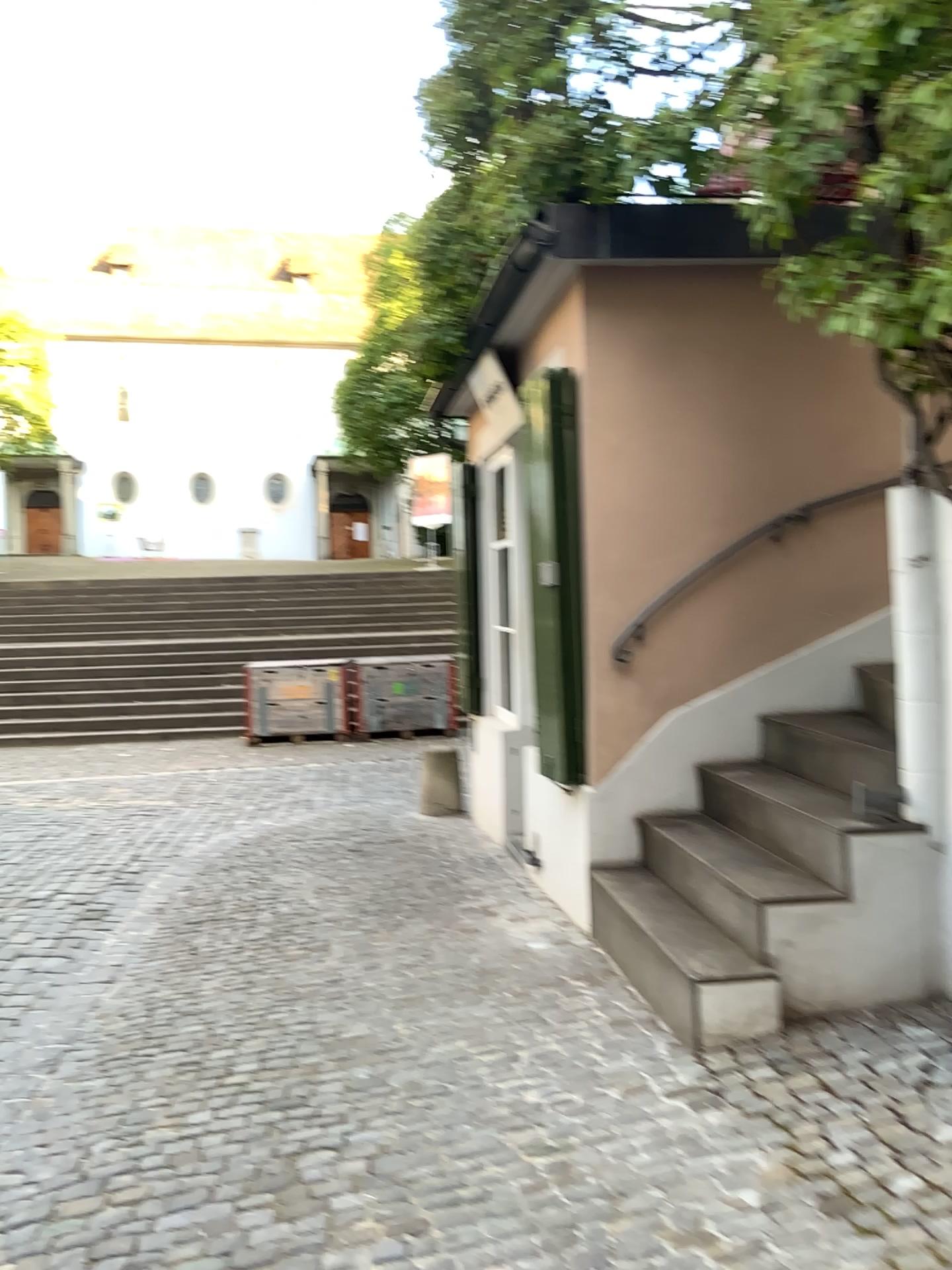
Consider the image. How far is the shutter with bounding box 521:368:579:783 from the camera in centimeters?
421cm

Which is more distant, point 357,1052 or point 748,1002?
point 357,1052

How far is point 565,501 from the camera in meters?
4.2
